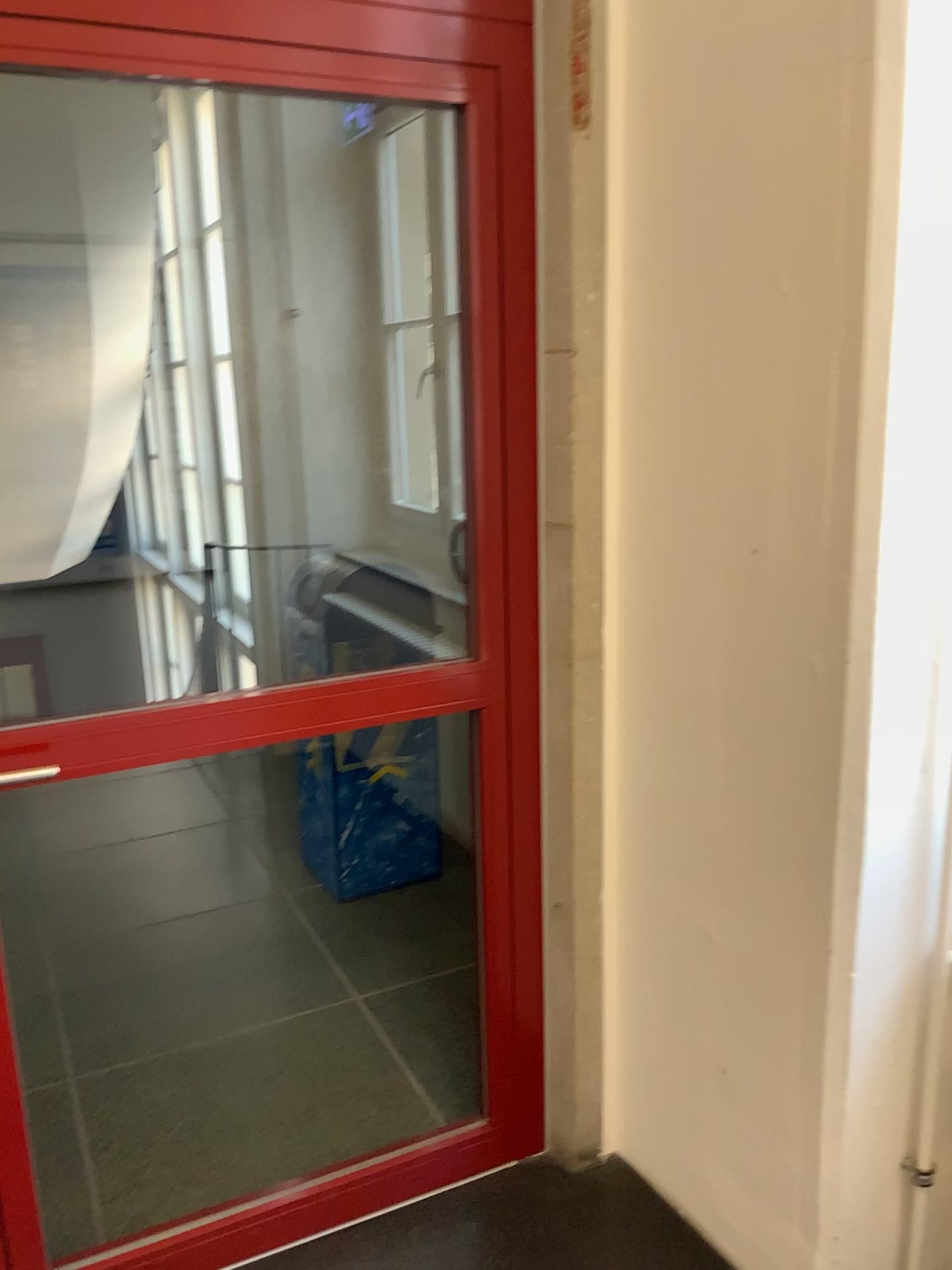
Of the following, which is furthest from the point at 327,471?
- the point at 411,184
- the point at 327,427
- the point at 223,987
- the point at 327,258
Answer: the point at 223,987

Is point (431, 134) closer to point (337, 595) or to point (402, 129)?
point (402, 129)

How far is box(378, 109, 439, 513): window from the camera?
3.7m

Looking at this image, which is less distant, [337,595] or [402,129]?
[337,595]

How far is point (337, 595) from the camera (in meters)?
3.27

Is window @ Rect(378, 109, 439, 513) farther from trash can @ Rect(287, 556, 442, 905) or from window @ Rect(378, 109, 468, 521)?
trash can @ Rect(287, 556, 442, 905)

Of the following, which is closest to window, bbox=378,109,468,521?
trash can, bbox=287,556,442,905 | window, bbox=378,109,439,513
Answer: window, bbox=378,109,439,513

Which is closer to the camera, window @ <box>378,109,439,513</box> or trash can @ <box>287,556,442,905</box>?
trash can @ <box>287,556,442,905</box>

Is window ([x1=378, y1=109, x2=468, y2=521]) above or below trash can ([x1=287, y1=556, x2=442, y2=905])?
above

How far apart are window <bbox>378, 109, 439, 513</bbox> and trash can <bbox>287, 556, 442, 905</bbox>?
0.6m
